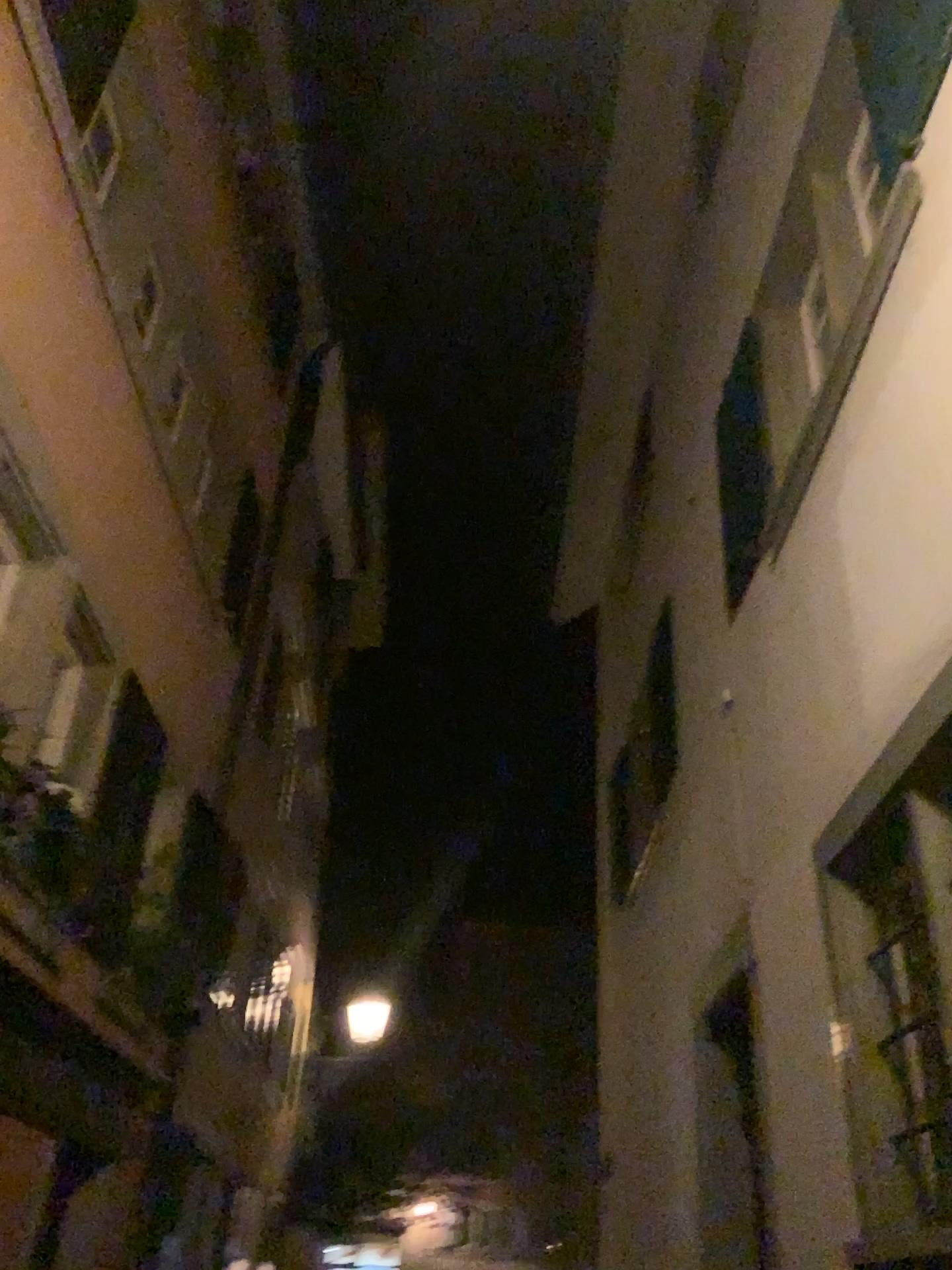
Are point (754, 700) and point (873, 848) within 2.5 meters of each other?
yes
